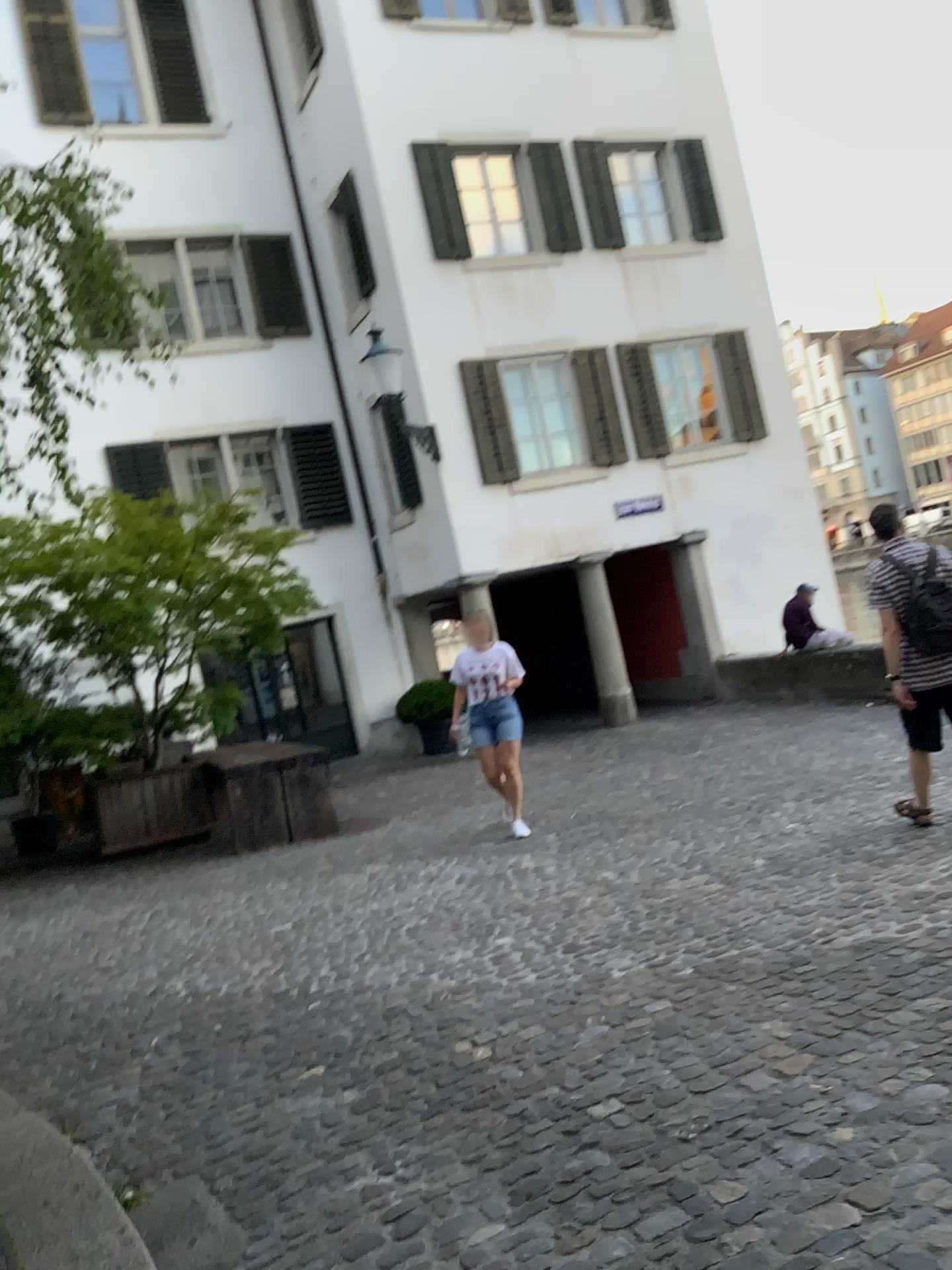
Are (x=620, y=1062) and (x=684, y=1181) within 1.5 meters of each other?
yes
